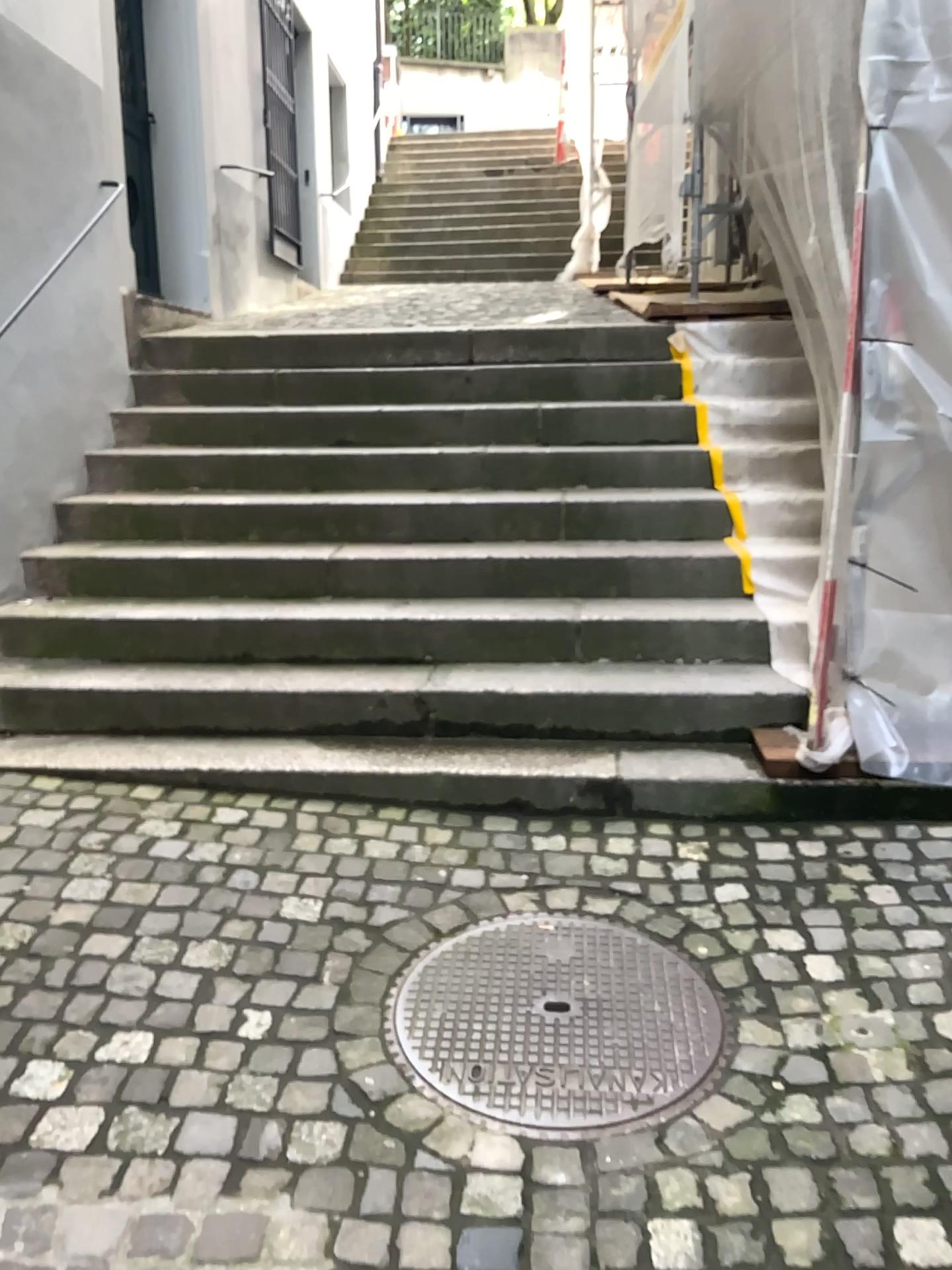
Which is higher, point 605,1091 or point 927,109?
point 927,109

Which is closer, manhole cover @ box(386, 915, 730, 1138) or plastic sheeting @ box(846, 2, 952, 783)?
manhole cover @ box(386, 915, 730, 1138)

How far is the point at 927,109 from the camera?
2.7m

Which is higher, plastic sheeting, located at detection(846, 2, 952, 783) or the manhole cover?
plastic sheeting, located at detection(846, 2, 952, 783)

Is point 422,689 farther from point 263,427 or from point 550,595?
point 263,427

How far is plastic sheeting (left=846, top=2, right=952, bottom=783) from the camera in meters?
2.7 m

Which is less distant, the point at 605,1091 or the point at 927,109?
the point at 605,1091
